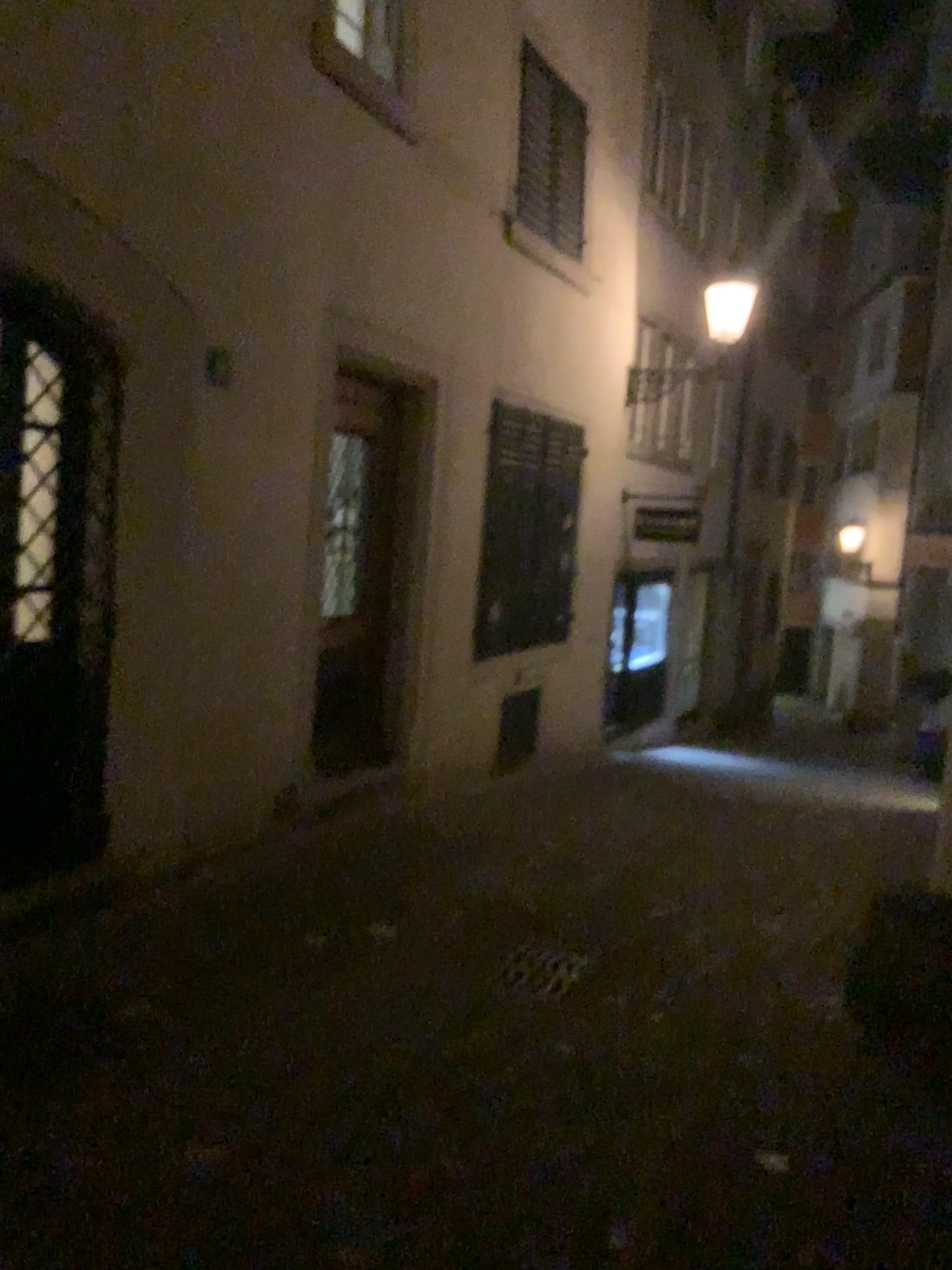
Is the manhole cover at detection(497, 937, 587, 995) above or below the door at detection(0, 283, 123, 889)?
below

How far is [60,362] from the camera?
4.3 meters

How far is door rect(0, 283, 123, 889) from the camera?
4.2m

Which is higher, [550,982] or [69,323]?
[69,323]

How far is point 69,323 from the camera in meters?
4.2
